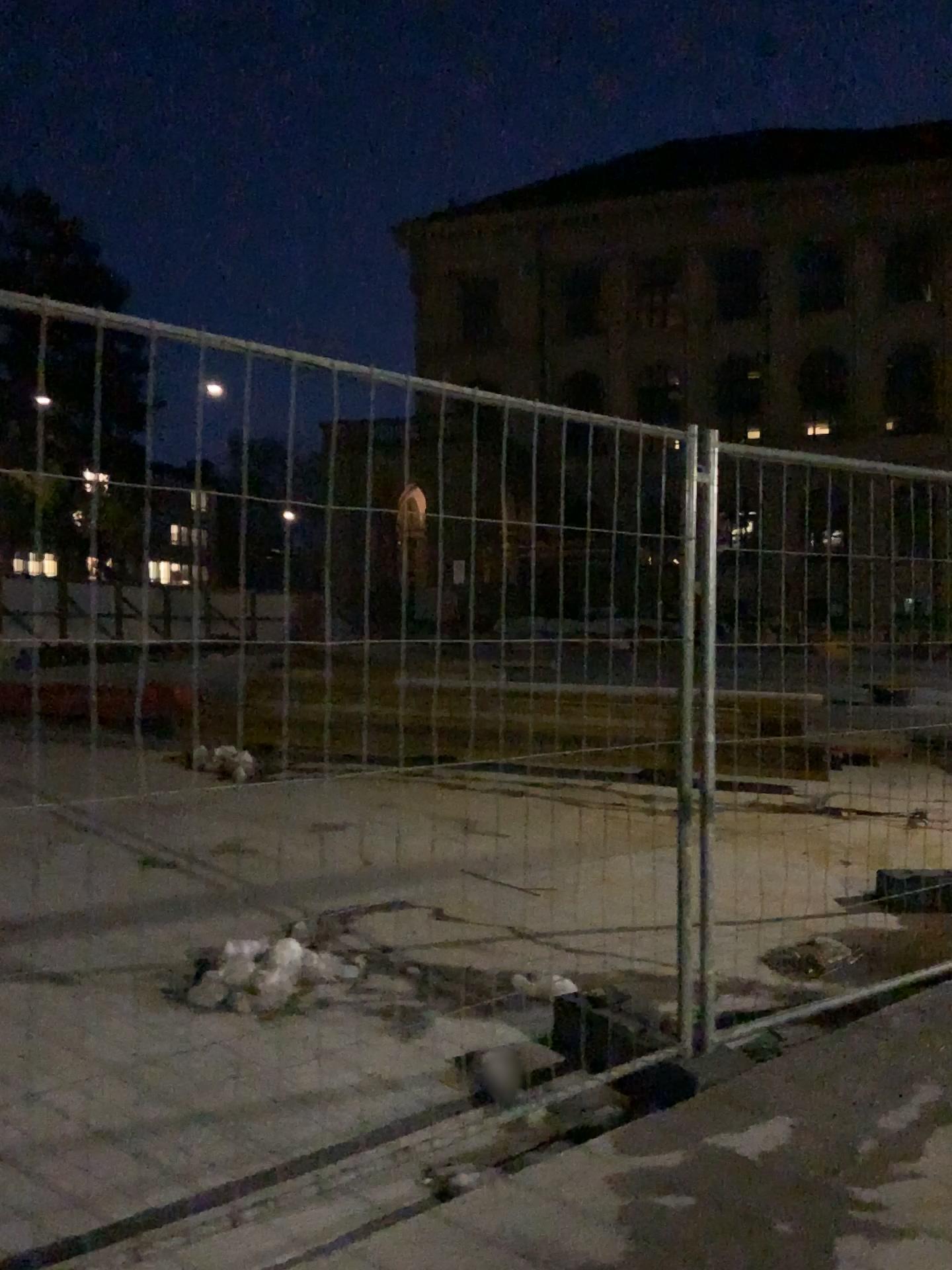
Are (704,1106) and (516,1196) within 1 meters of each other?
yes
